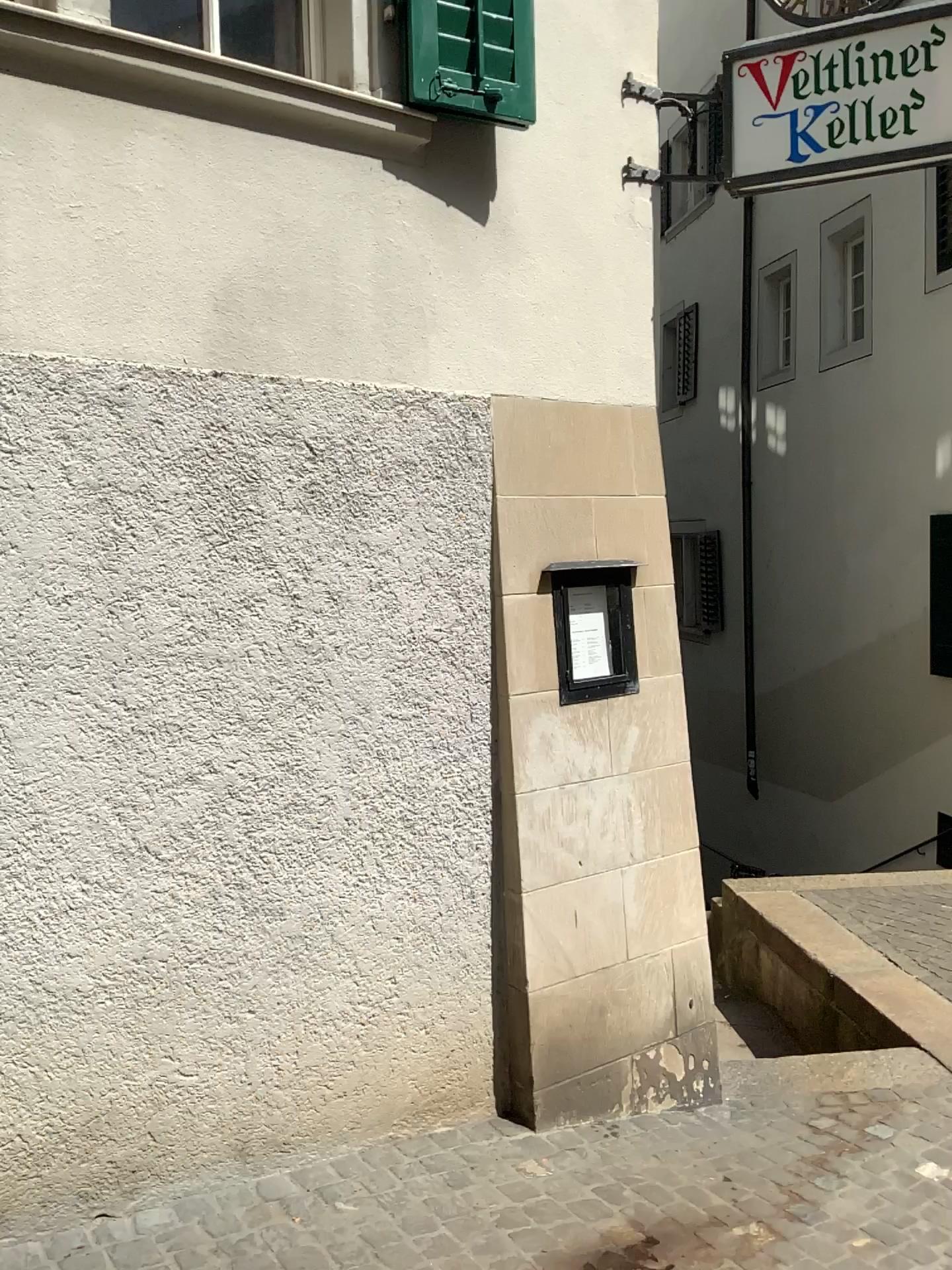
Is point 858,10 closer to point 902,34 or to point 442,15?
point 902,34

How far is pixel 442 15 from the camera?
2.8m

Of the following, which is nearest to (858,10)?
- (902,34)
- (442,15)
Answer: (902,34)

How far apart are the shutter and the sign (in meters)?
0.75

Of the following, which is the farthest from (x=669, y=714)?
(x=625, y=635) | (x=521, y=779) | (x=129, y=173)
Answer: (x=129, y=173)

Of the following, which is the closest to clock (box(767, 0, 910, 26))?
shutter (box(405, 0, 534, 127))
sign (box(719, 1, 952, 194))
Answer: sign (box(719, 1, 952, 194))

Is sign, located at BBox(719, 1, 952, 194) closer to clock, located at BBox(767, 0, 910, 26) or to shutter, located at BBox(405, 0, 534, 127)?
clock, located at BBox(767, 0, 910, 26)

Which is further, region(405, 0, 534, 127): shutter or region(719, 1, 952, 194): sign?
region(719, 1, 952, 194): sign

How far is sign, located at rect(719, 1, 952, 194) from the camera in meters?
3.1 m
